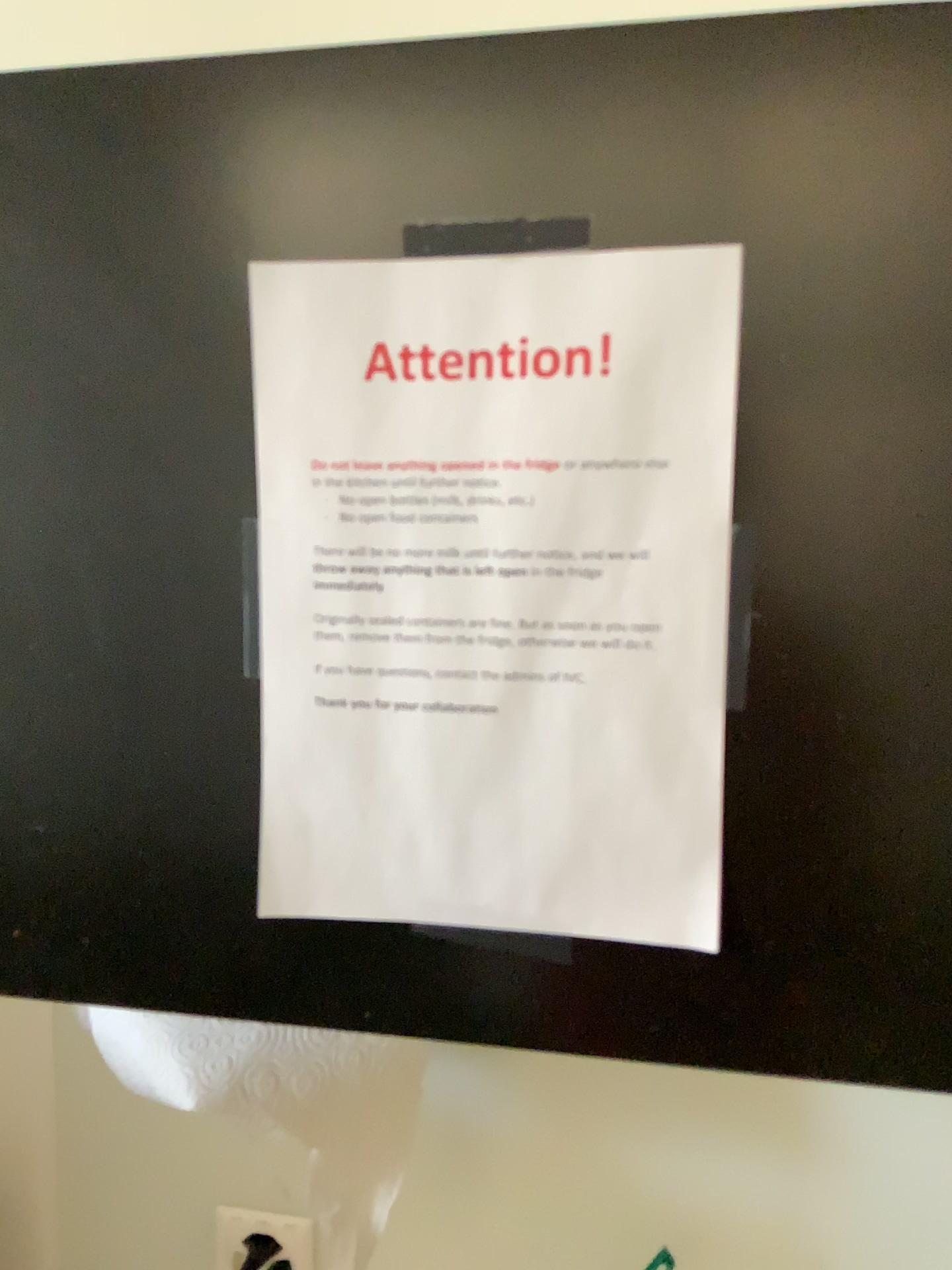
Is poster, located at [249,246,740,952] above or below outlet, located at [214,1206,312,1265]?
above

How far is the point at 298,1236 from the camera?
0.8m

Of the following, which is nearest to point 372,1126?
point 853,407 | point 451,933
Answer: point 451,933

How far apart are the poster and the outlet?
0.4 meters

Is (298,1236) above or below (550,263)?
below

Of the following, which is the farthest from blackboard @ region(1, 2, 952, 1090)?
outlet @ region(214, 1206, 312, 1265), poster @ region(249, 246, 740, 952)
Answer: outlet @ region(214, 1206, 312, 1265)

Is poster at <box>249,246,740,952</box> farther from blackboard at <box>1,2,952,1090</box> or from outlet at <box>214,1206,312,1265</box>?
outlet at <box>214,1206,312,1265</box>

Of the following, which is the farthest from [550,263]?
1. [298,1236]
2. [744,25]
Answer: [298,1236]

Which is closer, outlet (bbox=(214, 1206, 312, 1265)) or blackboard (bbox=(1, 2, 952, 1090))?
blackboard (bbox=(1, 2, 952, 1090))

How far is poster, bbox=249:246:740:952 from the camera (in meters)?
0.44
